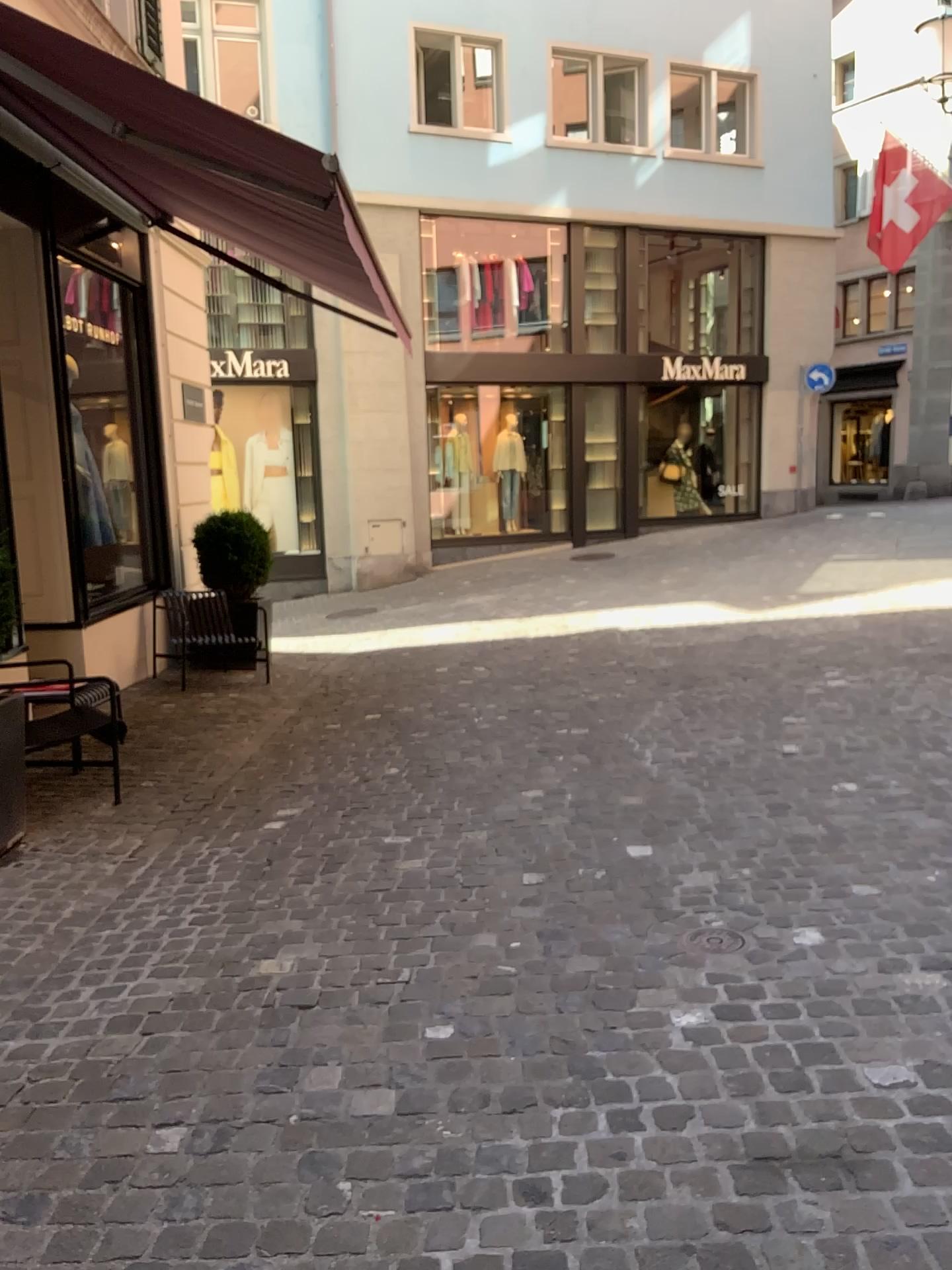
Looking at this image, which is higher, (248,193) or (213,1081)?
(248,193)
